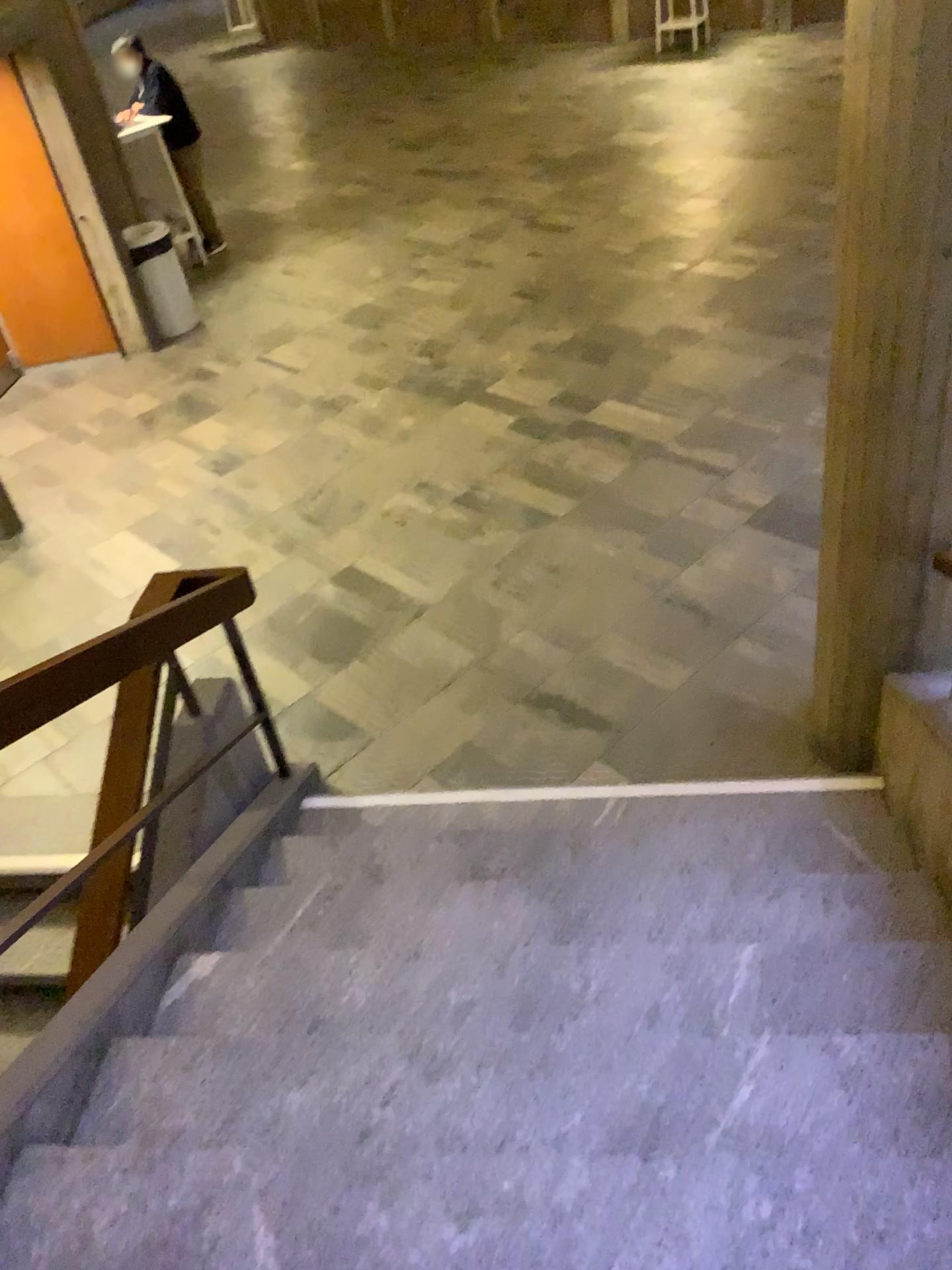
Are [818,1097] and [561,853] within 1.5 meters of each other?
yes
